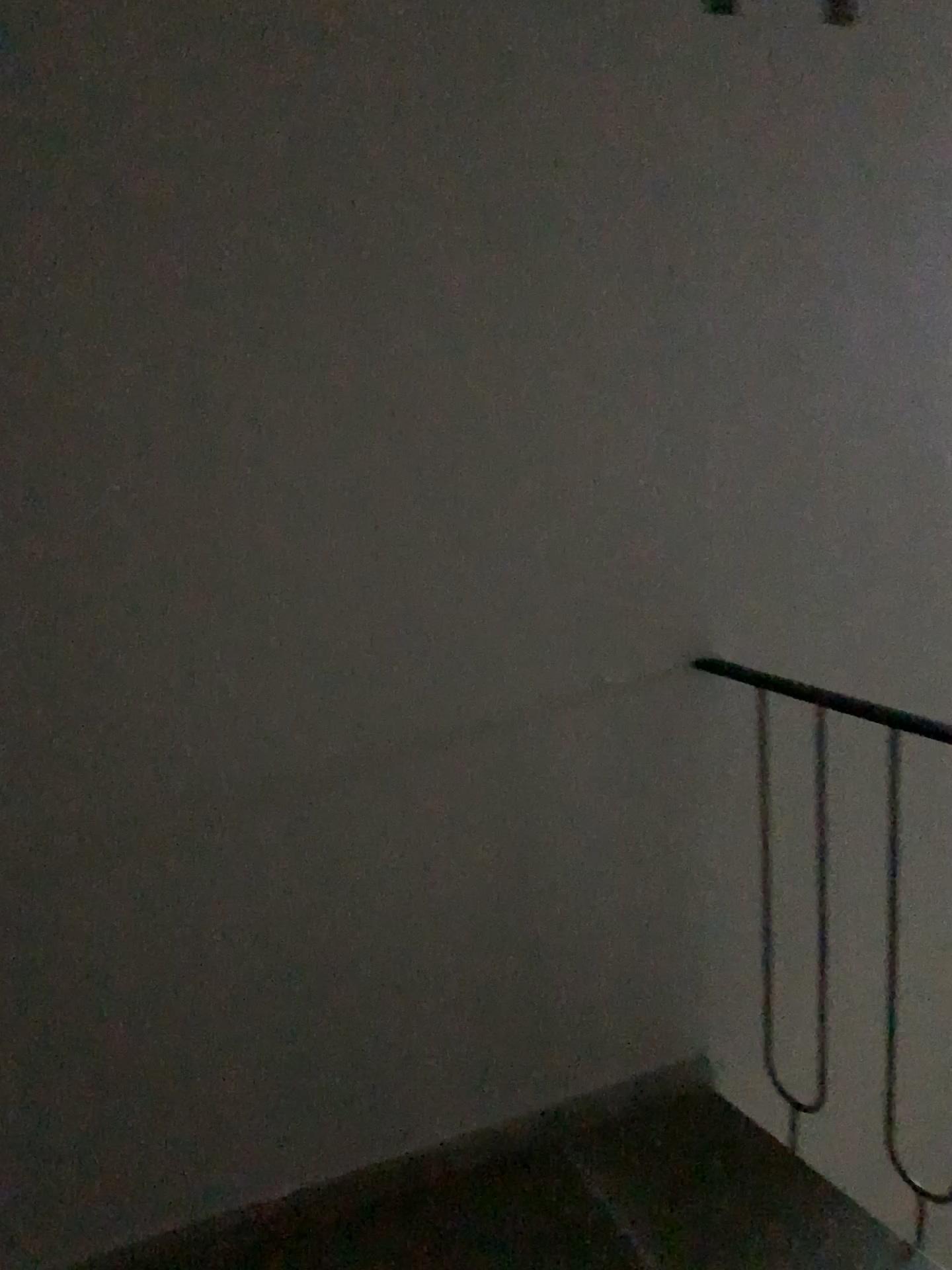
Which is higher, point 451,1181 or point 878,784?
point 878,784

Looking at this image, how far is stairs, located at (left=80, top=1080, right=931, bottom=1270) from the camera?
1.79m

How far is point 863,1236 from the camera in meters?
1.8

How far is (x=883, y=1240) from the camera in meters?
1.8

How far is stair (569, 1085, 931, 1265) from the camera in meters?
1.8
